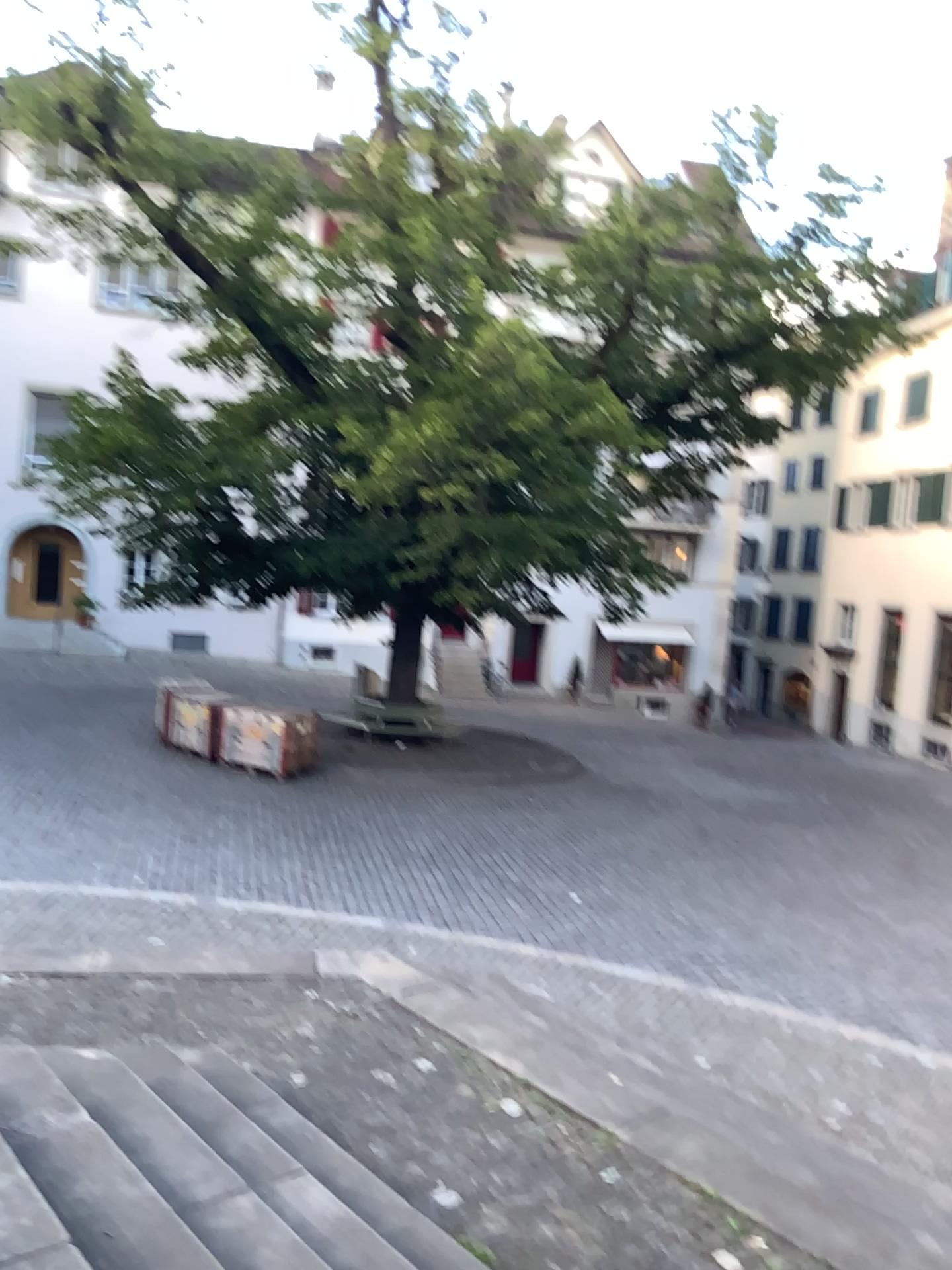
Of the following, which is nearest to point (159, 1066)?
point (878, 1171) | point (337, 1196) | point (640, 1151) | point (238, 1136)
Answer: point (238, 1136)
